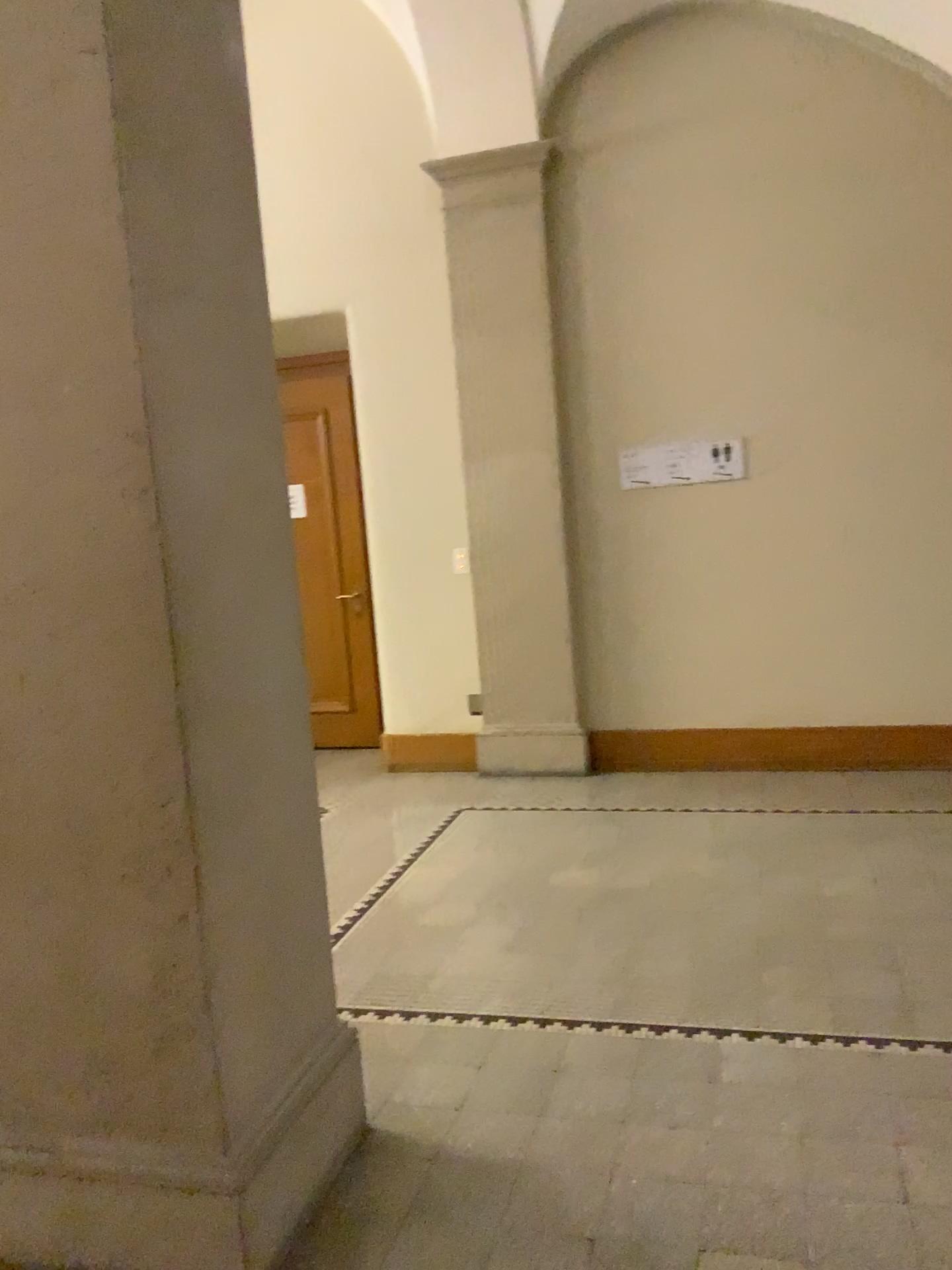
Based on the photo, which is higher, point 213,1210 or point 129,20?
point 129,20

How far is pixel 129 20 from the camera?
1.9m

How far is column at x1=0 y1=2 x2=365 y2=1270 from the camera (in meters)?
1.86

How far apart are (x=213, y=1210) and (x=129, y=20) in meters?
2.2

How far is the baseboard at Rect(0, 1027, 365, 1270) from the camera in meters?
2.0

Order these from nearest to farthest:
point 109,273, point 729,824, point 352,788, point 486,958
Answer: point 109,273
point 486,958
point 729,824
point 352,788
